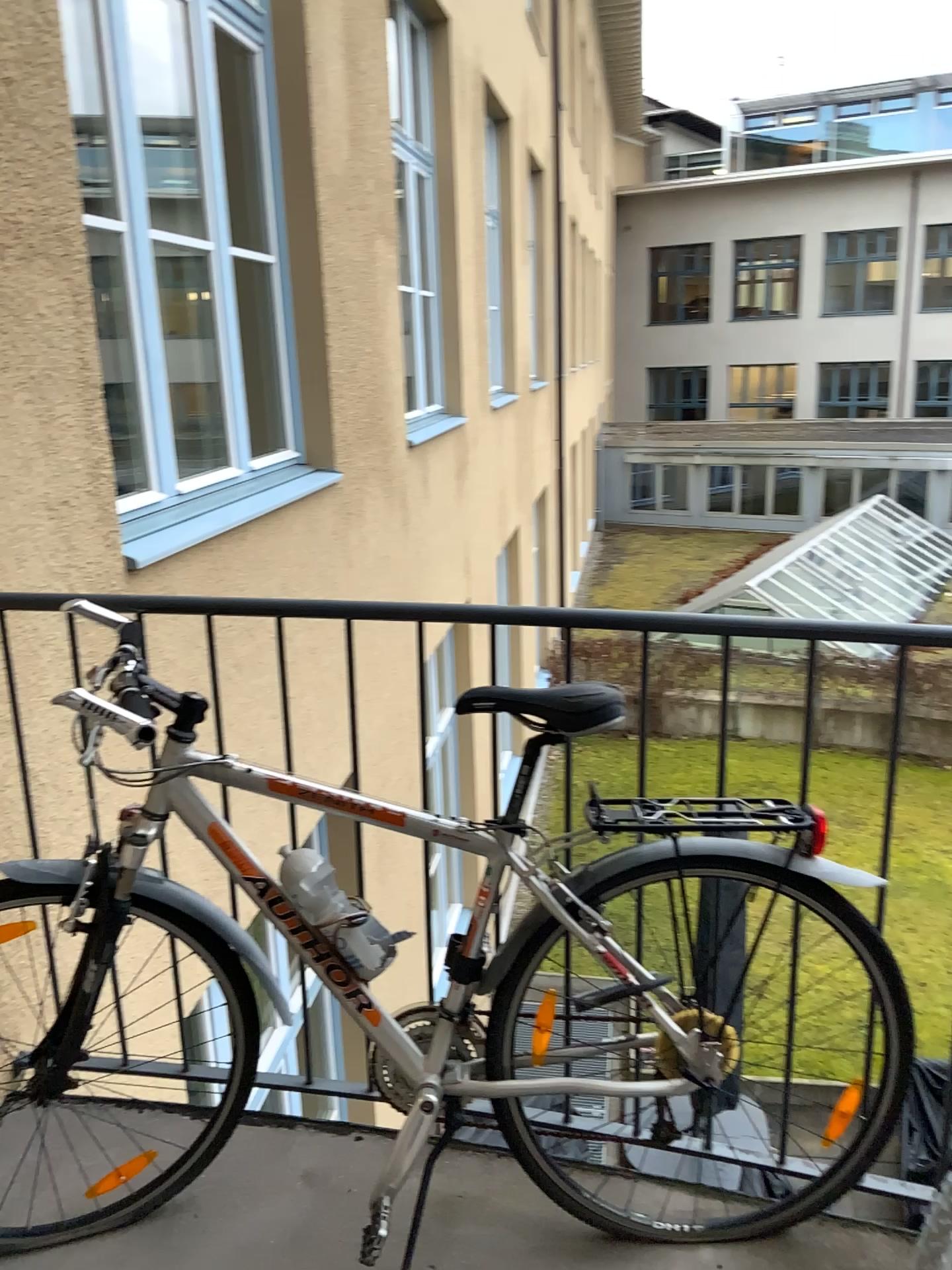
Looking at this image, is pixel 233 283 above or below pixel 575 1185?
above

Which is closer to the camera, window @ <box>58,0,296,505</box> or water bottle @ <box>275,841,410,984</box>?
water bottle @ <box>275,841,410,984</box>

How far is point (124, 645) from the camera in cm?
166

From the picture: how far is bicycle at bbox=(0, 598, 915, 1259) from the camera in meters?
1.7

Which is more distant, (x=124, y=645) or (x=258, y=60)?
(x=258, y=60)

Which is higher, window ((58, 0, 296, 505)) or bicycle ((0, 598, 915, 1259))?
window ((58, 0, 296, 505))

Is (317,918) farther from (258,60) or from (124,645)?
(258,60)

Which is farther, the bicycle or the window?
the window

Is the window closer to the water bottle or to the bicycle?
the bicycle

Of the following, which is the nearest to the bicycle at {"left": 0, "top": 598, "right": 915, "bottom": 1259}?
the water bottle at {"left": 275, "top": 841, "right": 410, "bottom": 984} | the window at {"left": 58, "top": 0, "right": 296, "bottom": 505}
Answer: the water bottle at {"left": 275, "top": 841, "right": 410, "bottom": 984}
